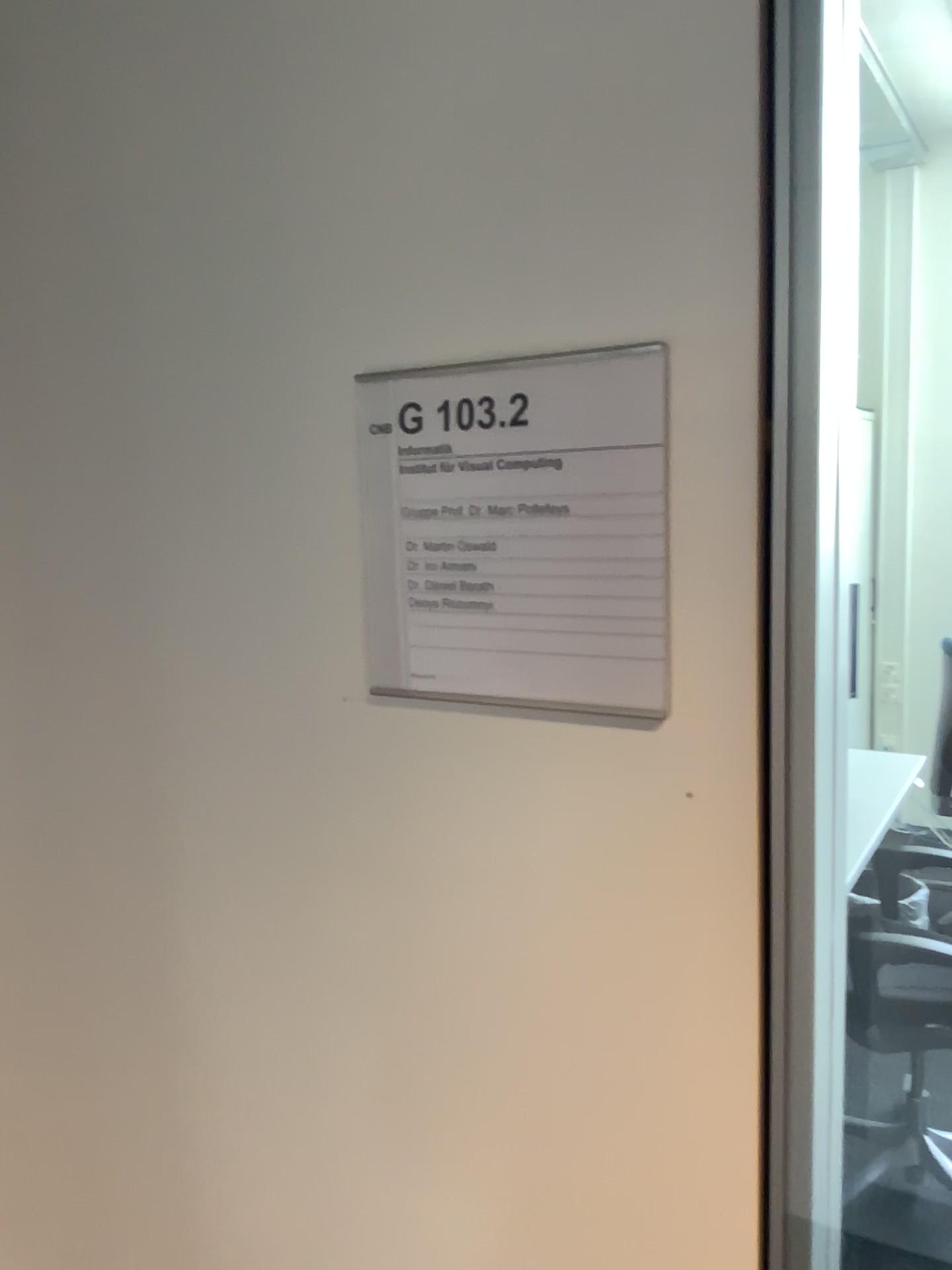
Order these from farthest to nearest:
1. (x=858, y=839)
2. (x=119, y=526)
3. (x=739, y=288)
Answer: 1. (x=858, y=839)
2. (x=119, y=526)
3. (x=739, y=288)

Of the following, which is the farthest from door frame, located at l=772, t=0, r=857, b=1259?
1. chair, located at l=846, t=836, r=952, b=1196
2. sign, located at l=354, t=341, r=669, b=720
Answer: chair, located at l=846, t=836, r=952, b=1196

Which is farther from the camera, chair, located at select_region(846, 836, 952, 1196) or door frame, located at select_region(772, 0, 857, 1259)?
Answer: chair, located at select_region(846, 836, 952, 1196)

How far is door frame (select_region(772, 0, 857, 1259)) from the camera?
0.6 meters

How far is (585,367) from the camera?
0.6 meters

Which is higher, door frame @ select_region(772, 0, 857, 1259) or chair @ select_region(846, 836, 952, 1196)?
door frame @ select_region(772, 0, 857, 1259)

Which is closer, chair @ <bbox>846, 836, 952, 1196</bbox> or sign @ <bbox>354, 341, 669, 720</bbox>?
sign @ <bbox>354, 341, 669, 720</bbox>

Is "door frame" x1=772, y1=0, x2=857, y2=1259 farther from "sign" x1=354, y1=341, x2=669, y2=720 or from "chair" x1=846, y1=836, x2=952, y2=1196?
"chair" x1=846, y1=836, x2=952, y2=1196

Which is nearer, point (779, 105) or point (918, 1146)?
point (779, 105)

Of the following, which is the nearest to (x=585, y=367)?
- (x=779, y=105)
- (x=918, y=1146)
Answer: (x=779, y=105)
